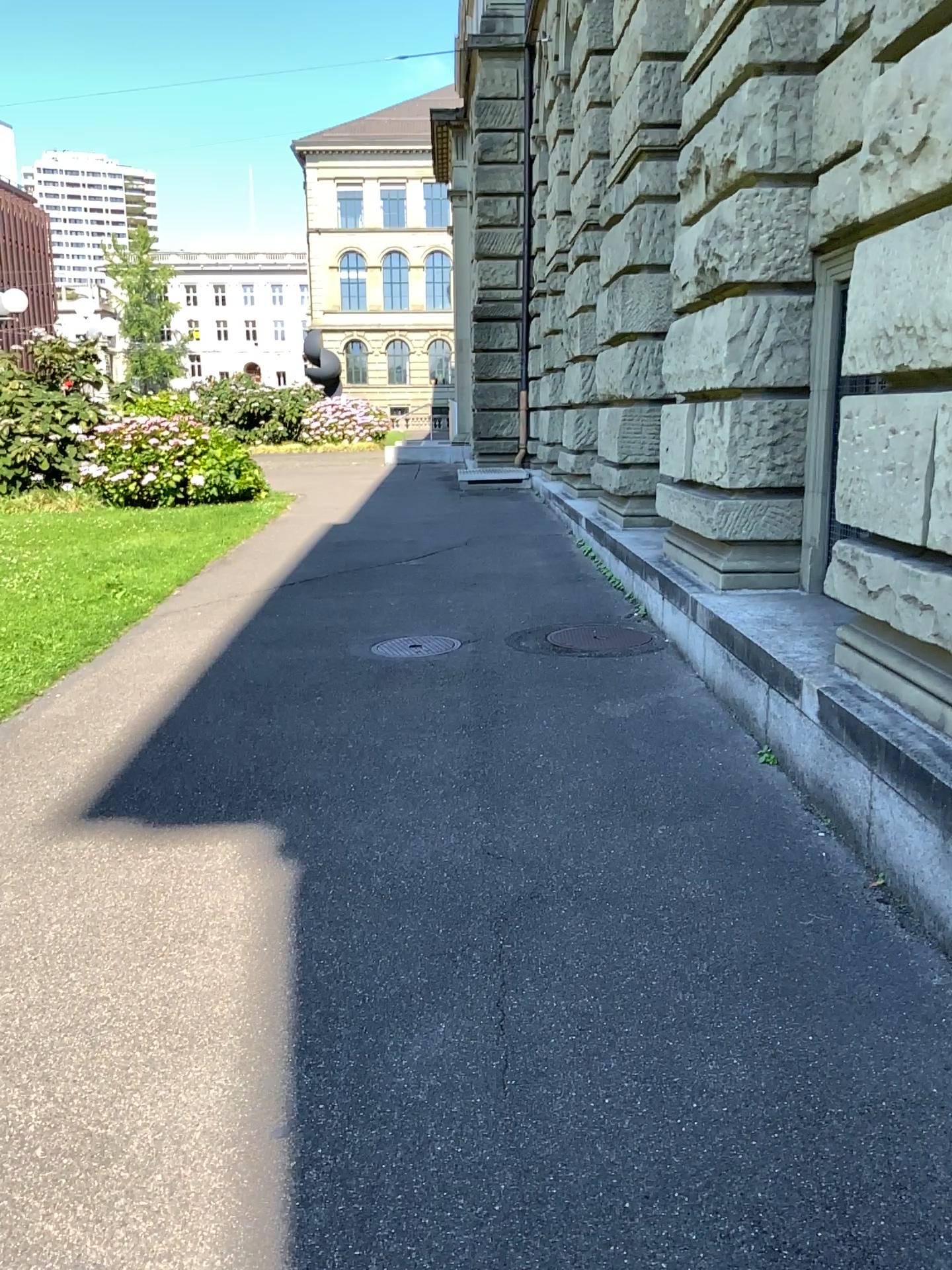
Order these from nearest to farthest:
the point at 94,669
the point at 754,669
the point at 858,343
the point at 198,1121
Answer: the point at 198,1121
the point at 858,343
the point at 754,669
the point at 94,669
